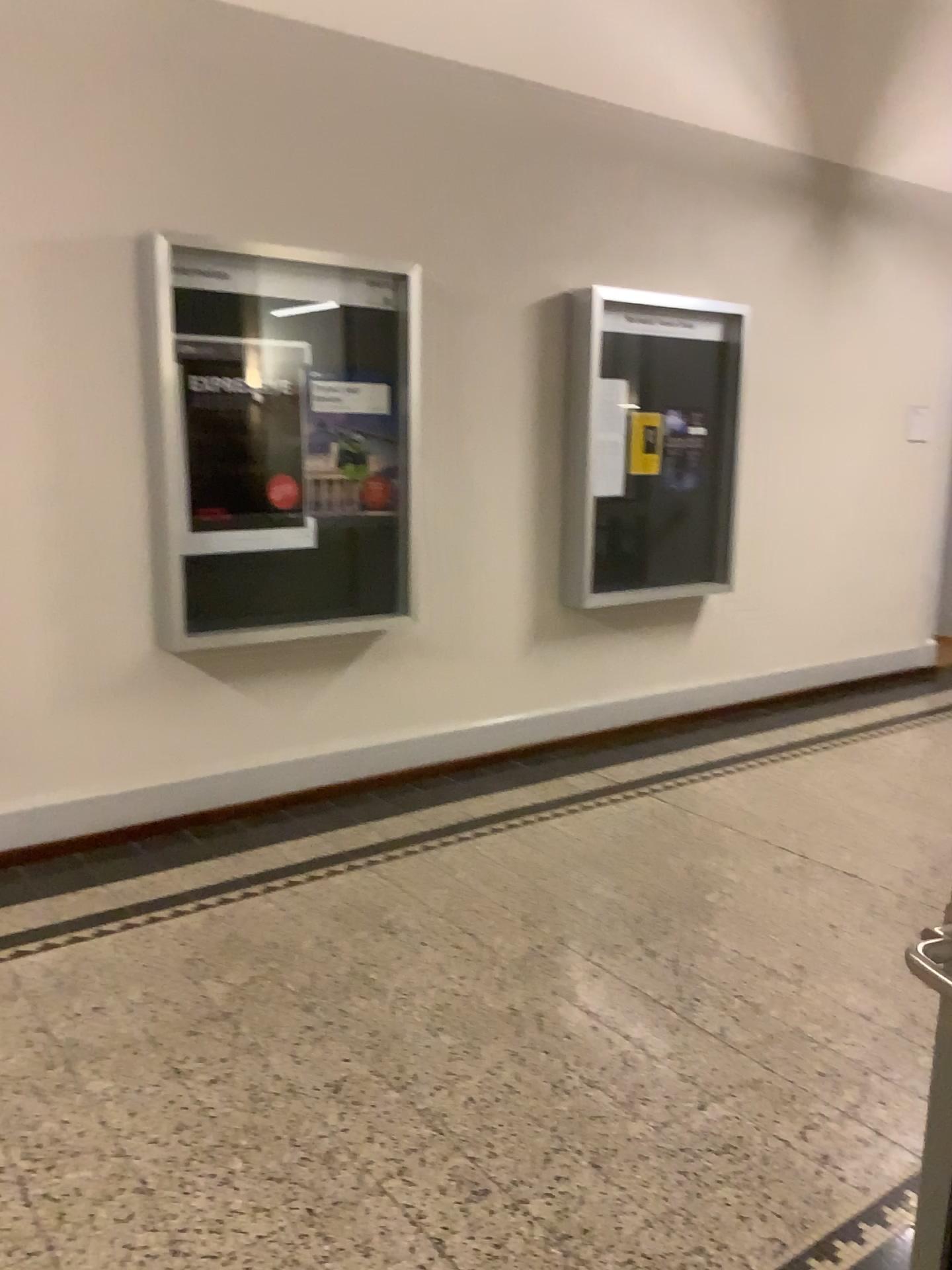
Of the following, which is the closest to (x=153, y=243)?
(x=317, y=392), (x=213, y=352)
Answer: (x=213, y=352)

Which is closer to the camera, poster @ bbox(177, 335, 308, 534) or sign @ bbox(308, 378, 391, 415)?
poster @ bbox(177, 335, 308, 534)

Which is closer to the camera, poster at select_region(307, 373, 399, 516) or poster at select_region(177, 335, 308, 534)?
poster at select_region(177, 335, 308, 534)

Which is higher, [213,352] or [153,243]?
[153,243]

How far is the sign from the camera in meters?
4.2 m

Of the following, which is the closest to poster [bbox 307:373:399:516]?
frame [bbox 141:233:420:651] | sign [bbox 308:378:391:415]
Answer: sign [bbox 308:378:391:415]

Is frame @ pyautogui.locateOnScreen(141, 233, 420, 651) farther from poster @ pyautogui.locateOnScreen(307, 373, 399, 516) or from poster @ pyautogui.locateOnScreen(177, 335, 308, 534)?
poster @ pyautogui.locateOnScreen(307, 373, 399, 516)

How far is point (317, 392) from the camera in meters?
4.2

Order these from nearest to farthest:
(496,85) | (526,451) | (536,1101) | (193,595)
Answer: (536,1101), (193,595), (496,85), (526,451)

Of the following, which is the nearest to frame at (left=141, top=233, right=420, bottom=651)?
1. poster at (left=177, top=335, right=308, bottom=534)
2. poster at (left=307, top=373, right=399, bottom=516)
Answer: poster at (left=177, top=335, right=308, bottom=534)
